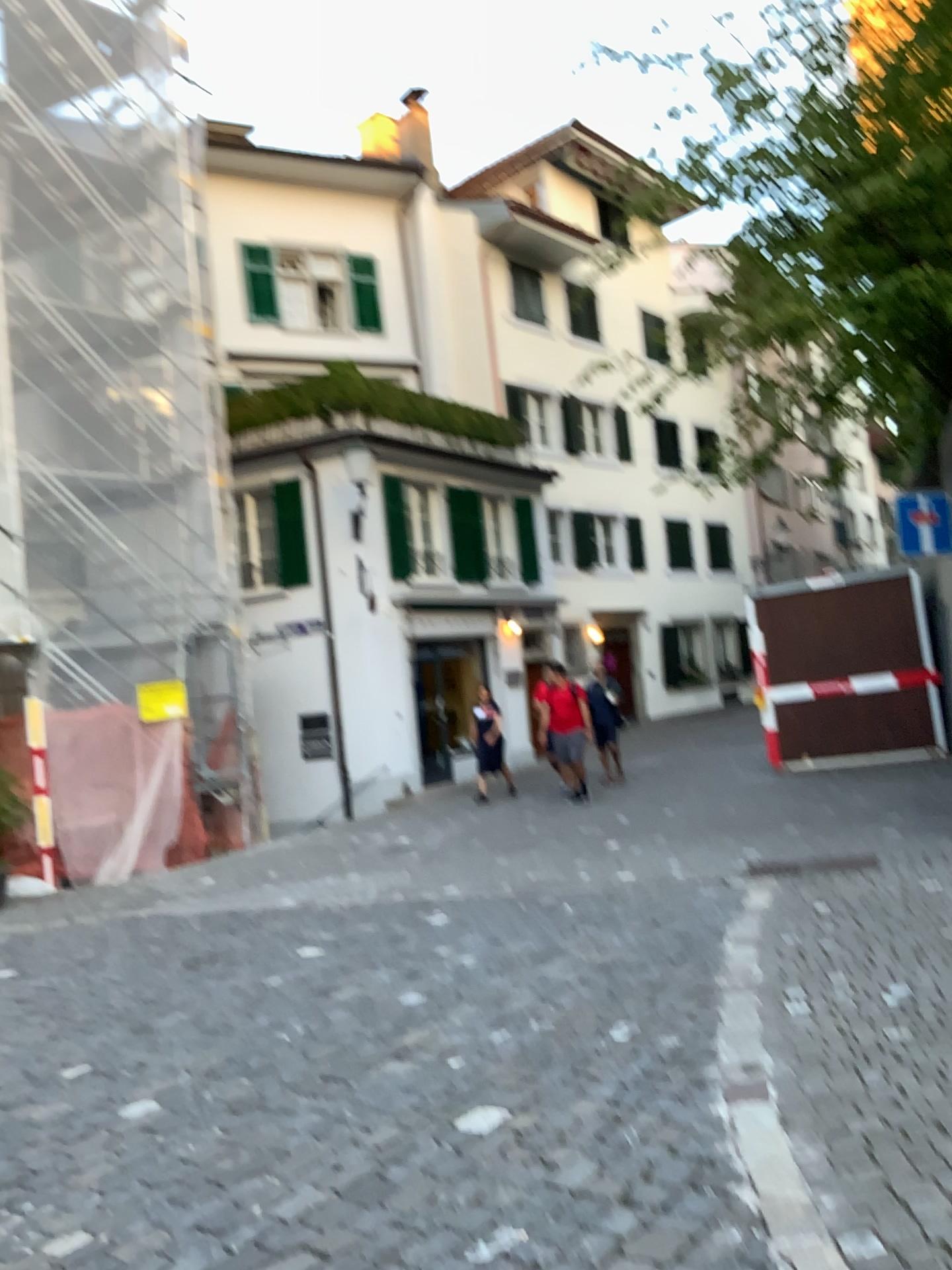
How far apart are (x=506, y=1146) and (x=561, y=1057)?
0.8 meters
